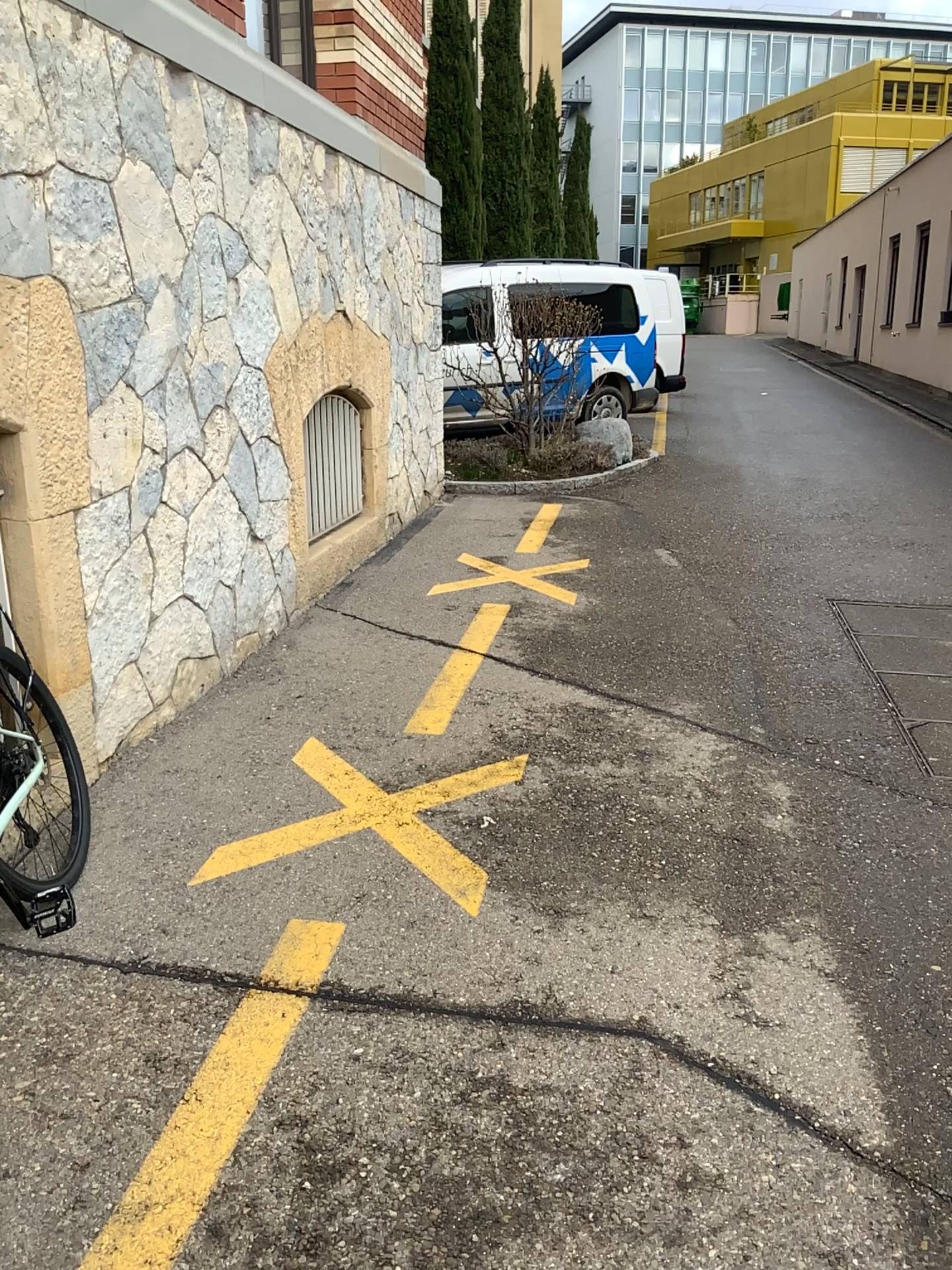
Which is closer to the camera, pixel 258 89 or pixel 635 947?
pixel 635 947

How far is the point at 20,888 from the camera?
2.6m

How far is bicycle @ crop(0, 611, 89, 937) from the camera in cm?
258
